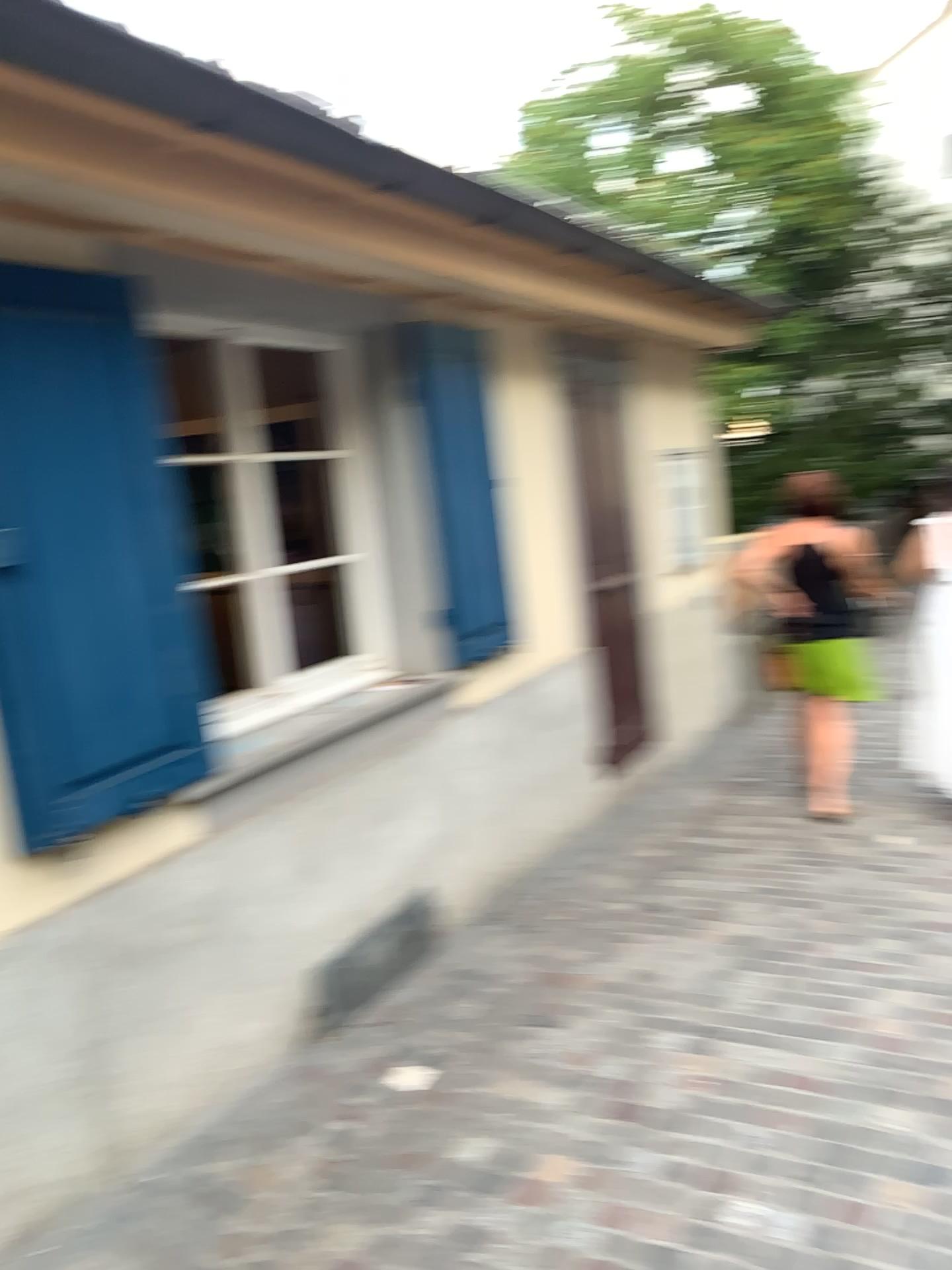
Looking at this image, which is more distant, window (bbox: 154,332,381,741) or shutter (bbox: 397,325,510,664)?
shutter (bbox: 397,325,510,664)

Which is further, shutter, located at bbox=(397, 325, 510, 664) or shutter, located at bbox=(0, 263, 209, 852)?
shutter, located at bbox=(397, 325, 510, 664)

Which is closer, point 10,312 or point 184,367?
point 10,312

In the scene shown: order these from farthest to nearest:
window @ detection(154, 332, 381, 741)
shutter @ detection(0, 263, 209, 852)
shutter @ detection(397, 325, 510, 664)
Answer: shutter @ detection(397, 325, 510, 664)
window @ detection(154, 332, 381, 741)
shutter @ detection(0, 263, 209, 852)

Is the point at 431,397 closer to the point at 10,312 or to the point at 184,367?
the point at 184,367

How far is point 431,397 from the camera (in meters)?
3.93

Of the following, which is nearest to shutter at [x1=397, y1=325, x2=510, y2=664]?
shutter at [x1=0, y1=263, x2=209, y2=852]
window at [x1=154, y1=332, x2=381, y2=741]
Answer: window at [x1=154, y1=332, x2=381, y2=741]

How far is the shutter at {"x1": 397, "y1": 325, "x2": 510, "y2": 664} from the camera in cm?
393

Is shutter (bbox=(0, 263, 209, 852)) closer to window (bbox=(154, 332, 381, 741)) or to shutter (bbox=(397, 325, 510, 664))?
window (bbox=(154, 332, 381, 741))

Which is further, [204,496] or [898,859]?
[898,859]
